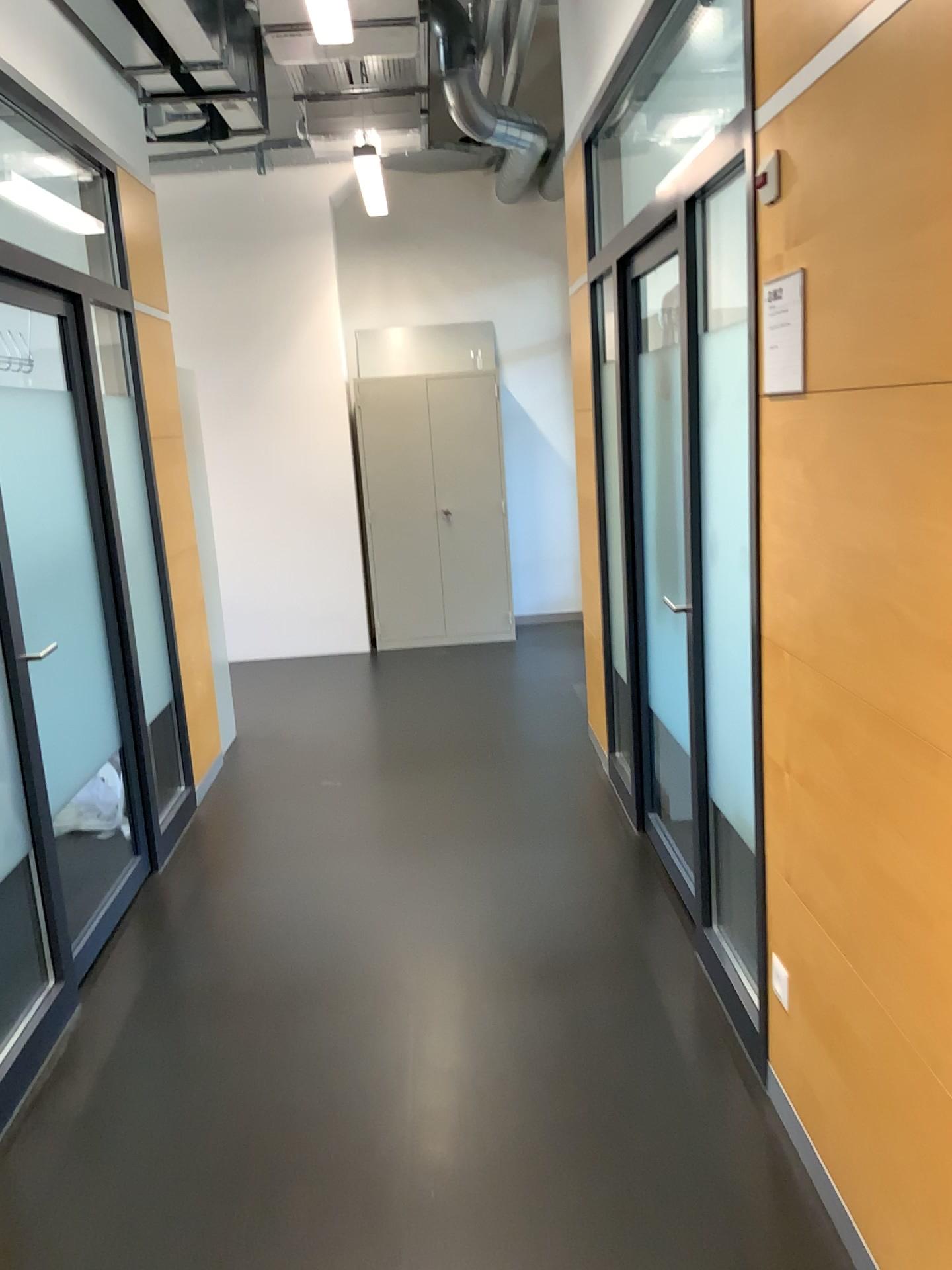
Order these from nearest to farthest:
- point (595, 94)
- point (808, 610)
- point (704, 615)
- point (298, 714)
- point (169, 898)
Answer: point (808, 610) → point (704, 615) → point (169, 898) → point (595, 94) → point (298, 714)

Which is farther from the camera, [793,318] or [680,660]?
[680,660]

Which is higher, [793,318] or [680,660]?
[793,318]

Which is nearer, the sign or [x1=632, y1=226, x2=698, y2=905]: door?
the sign

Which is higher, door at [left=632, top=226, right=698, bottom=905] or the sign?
the sign
